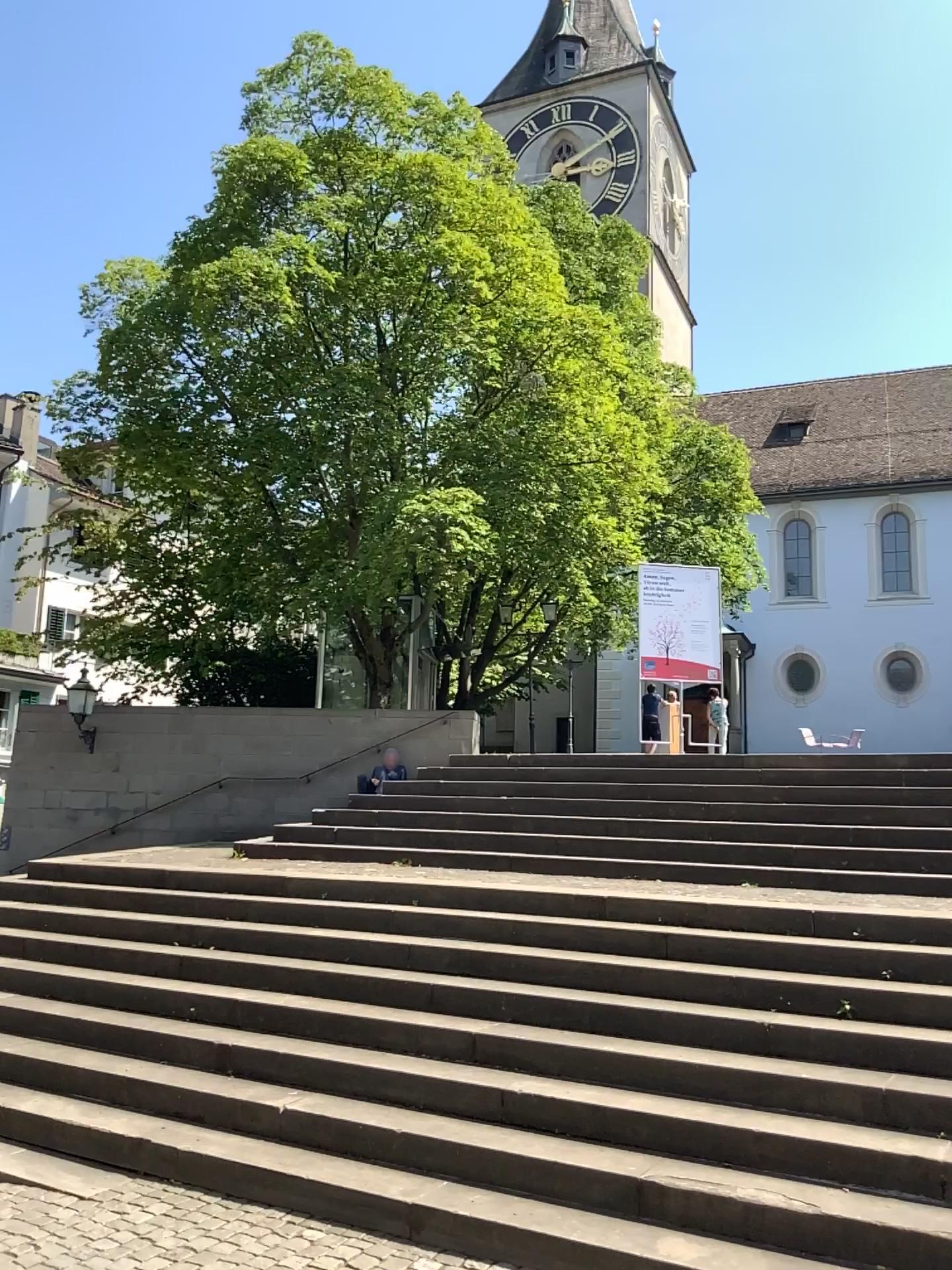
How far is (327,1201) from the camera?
4.5m
